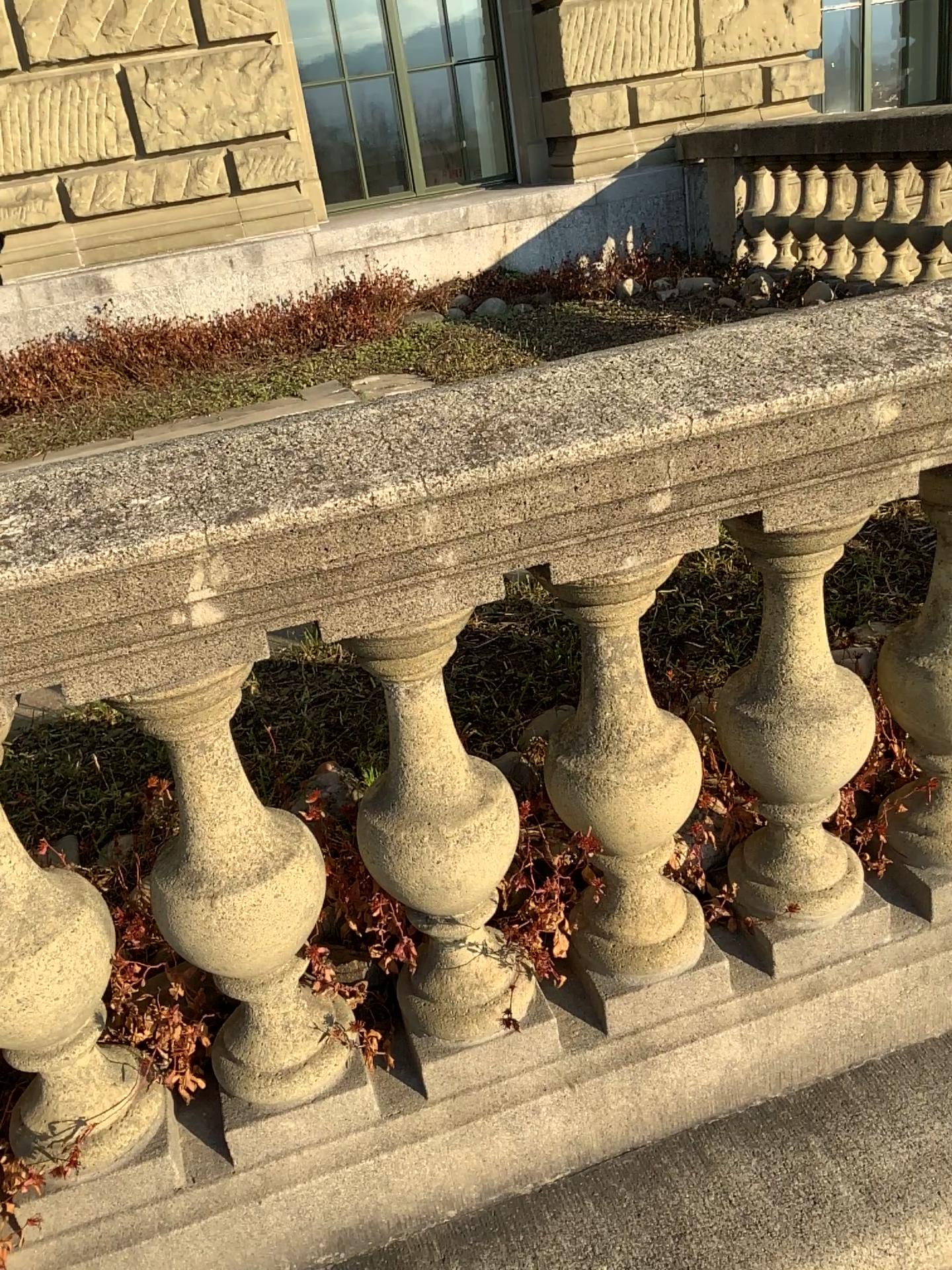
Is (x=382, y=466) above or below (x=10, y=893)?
above

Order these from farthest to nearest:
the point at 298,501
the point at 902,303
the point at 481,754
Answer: the point at 481,754
the point at 902,303
the point at 298,501

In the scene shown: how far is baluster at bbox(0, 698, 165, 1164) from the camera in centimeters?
117cm

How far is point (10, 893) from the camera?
1.17m
